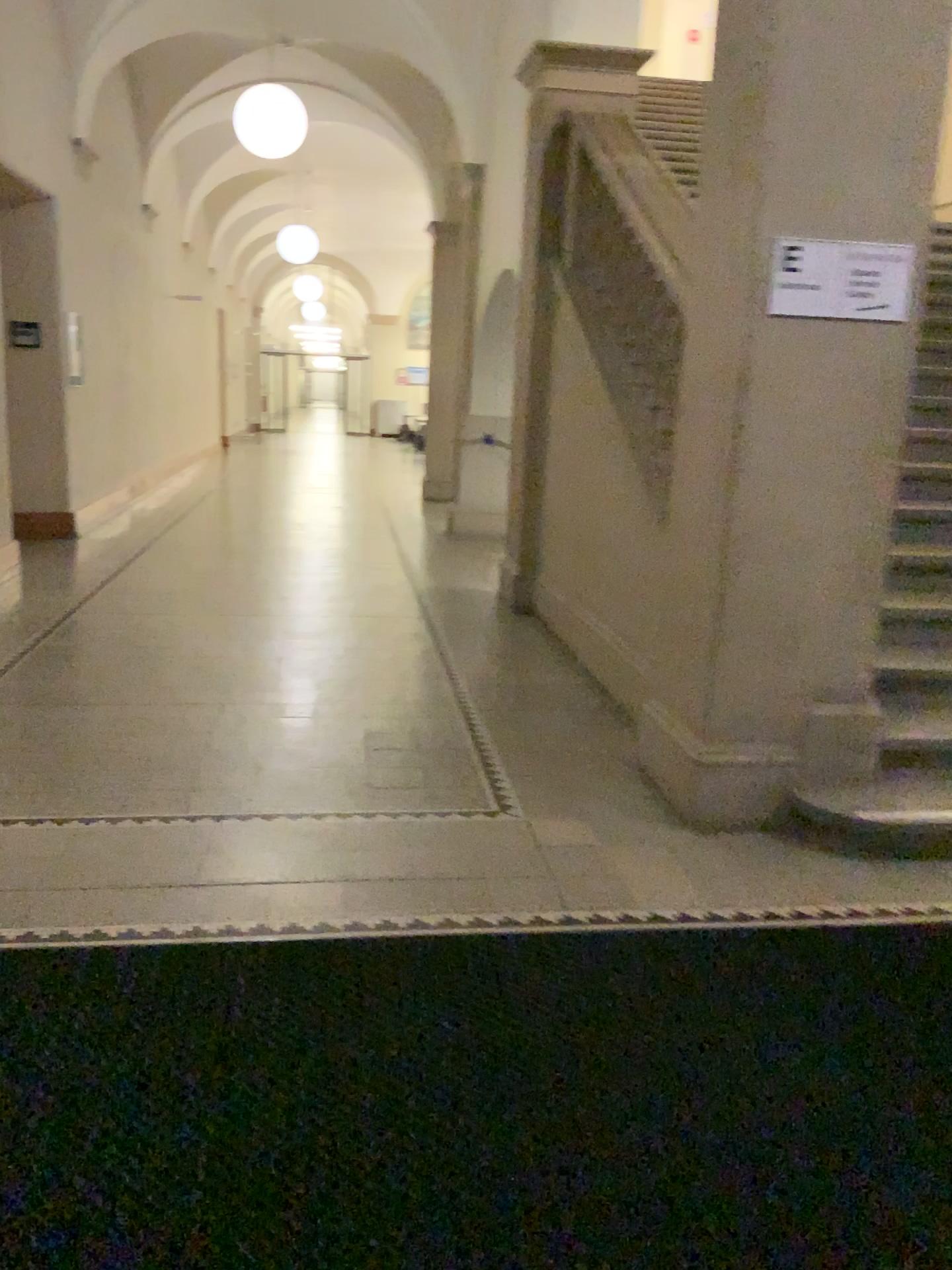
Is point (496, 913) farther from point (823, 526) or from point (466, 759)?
point (823, 526)

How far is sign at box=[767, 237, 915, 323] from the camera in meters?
3.1

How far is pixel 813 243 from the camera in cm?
310

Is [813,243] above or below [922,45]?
below
